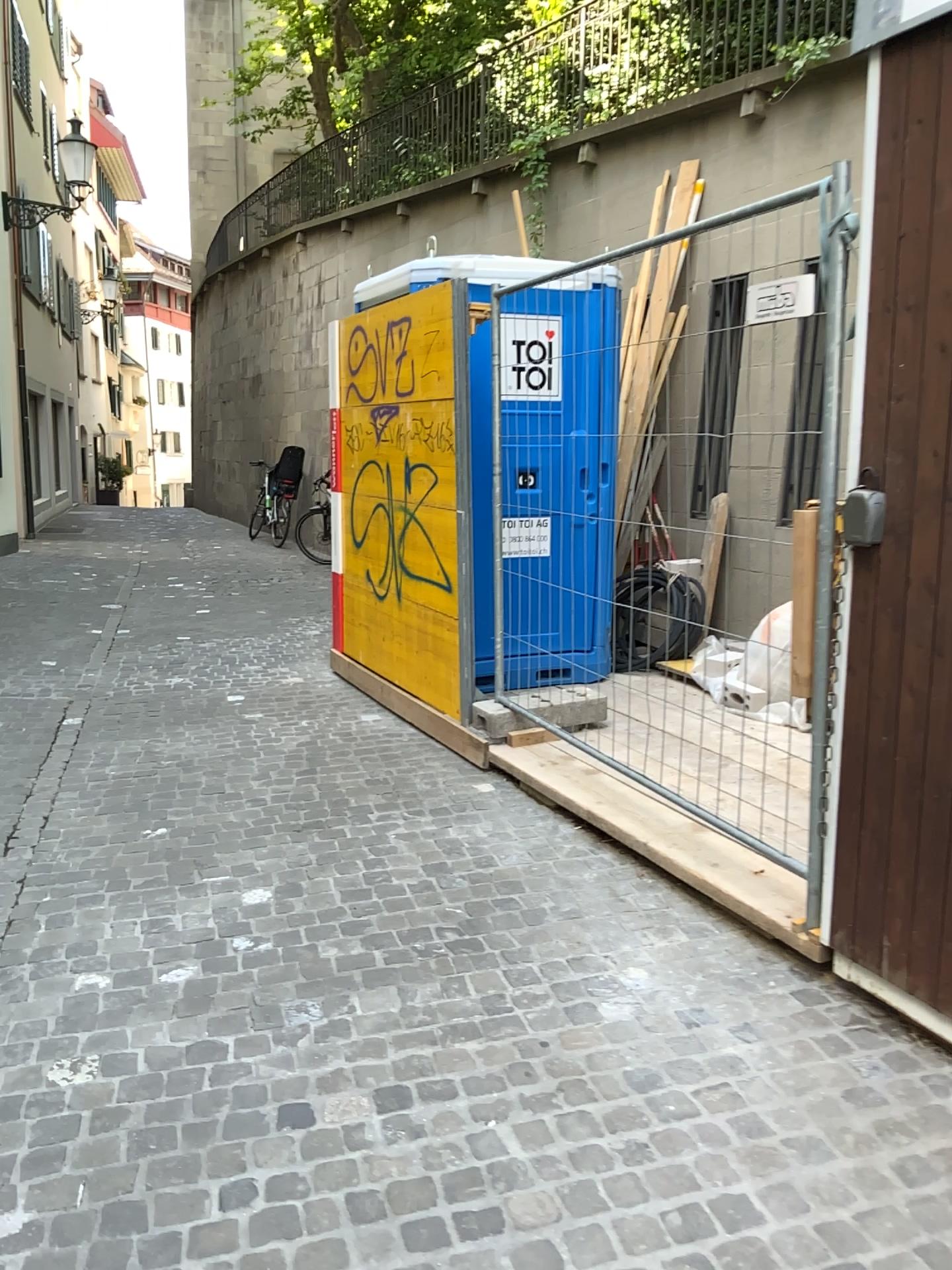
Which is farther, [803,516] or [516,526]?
[516,526]

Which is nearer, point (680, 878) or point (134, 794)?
point (680, 878)

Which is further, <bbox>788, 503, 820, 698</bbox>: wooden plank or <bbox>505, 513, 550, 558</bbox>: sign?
<bbox>505, 513, 550, 558</bbox>: sign
